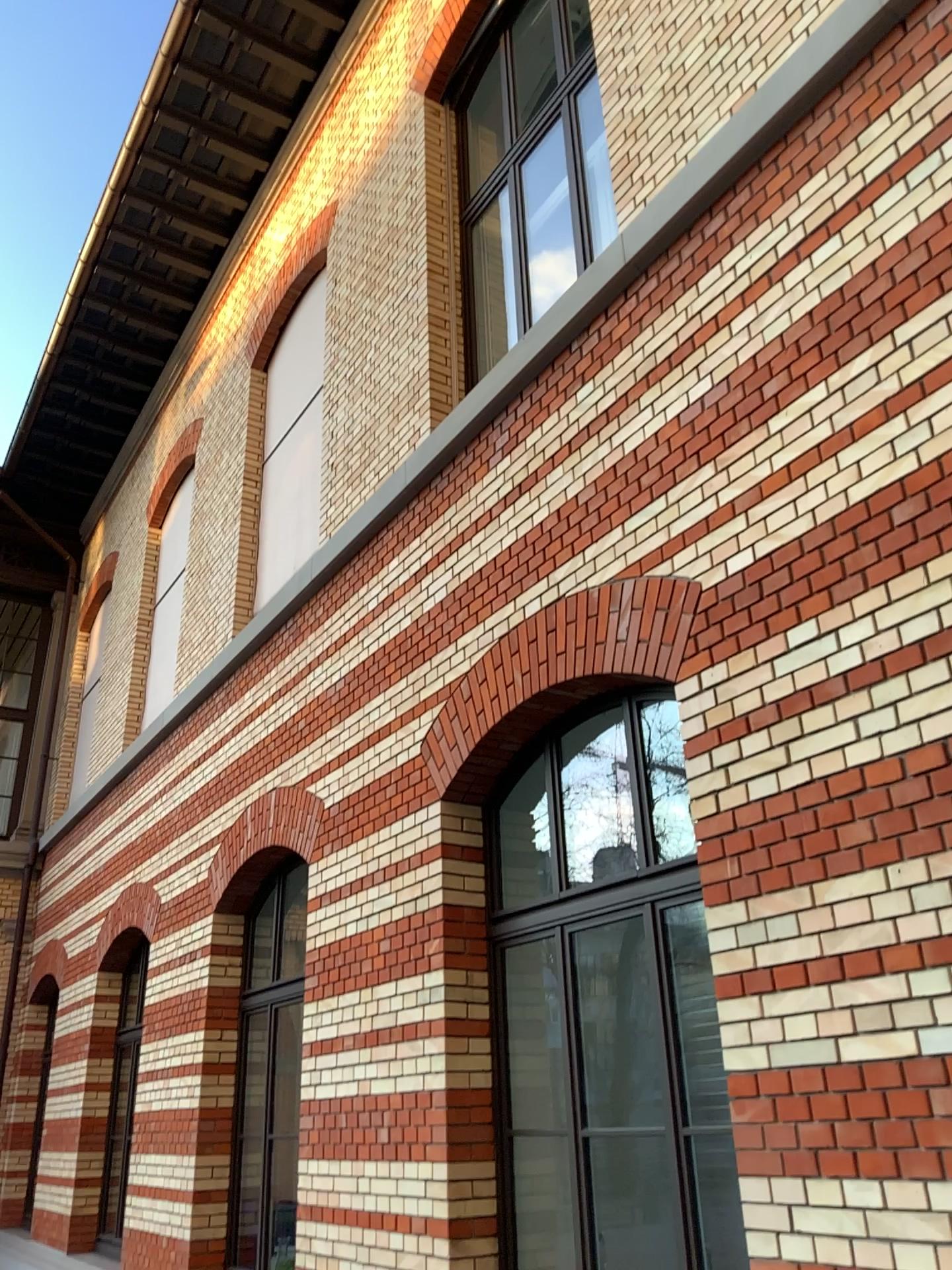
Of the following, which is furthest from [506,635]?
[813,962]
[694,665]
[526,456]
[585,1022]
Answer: [813,962]
